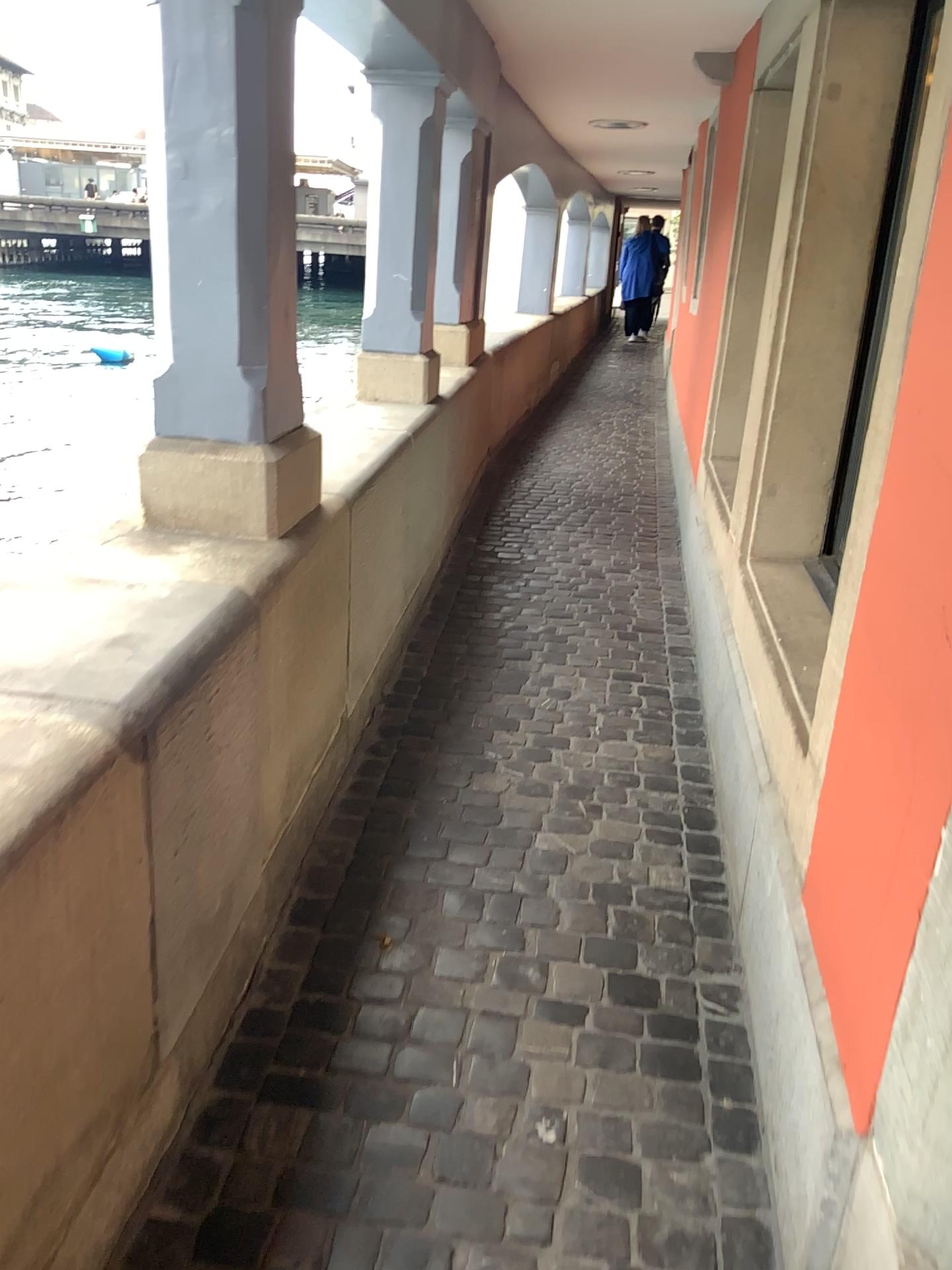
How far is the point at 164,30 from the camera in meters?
1.8 m

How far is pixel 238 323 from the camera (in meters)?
2.00

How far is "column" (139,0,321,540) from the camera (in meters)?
1.84
